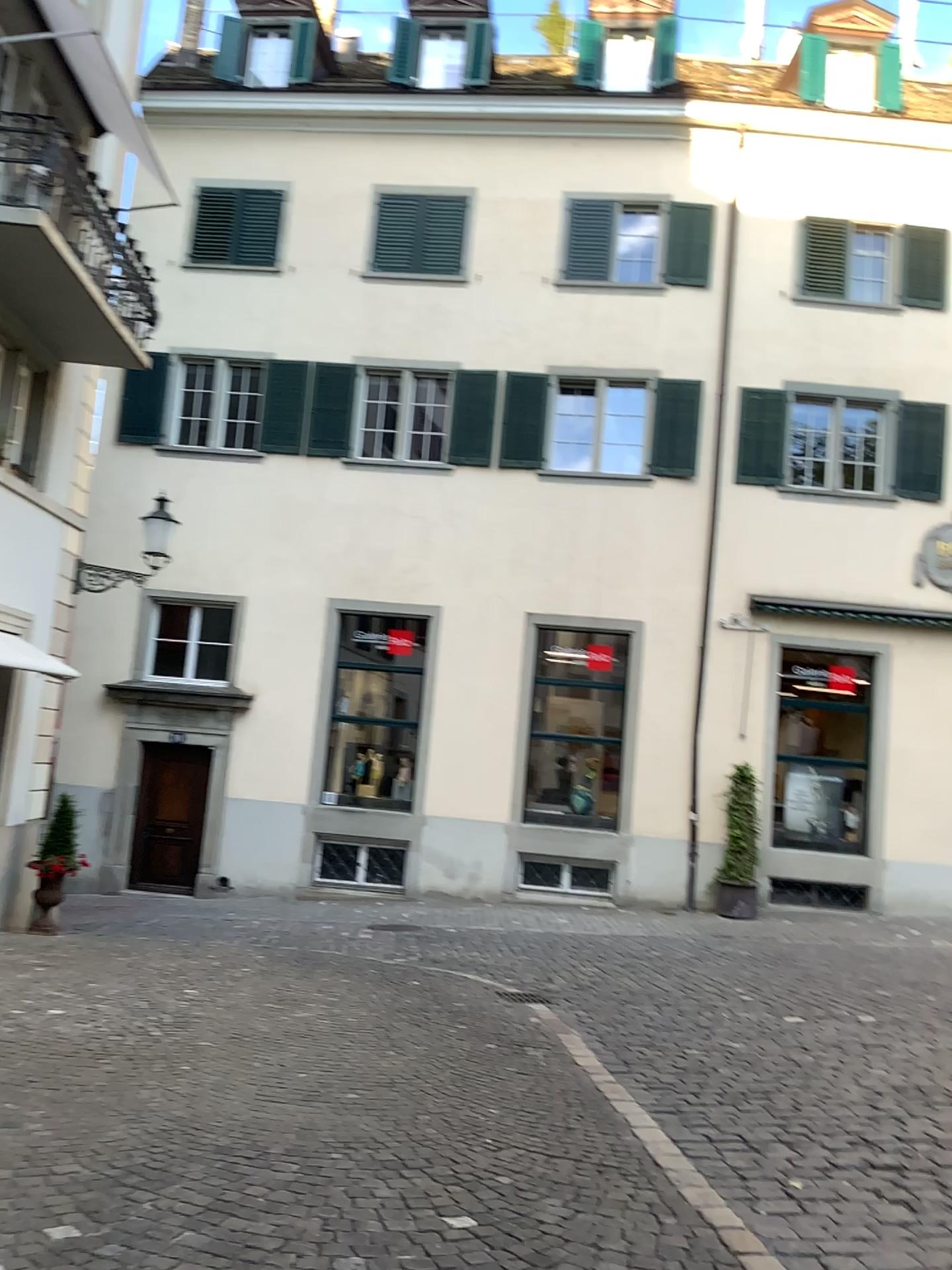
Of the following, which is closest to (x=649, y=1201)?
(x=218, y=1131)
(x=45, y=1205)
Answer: (x=218, y=1131)
